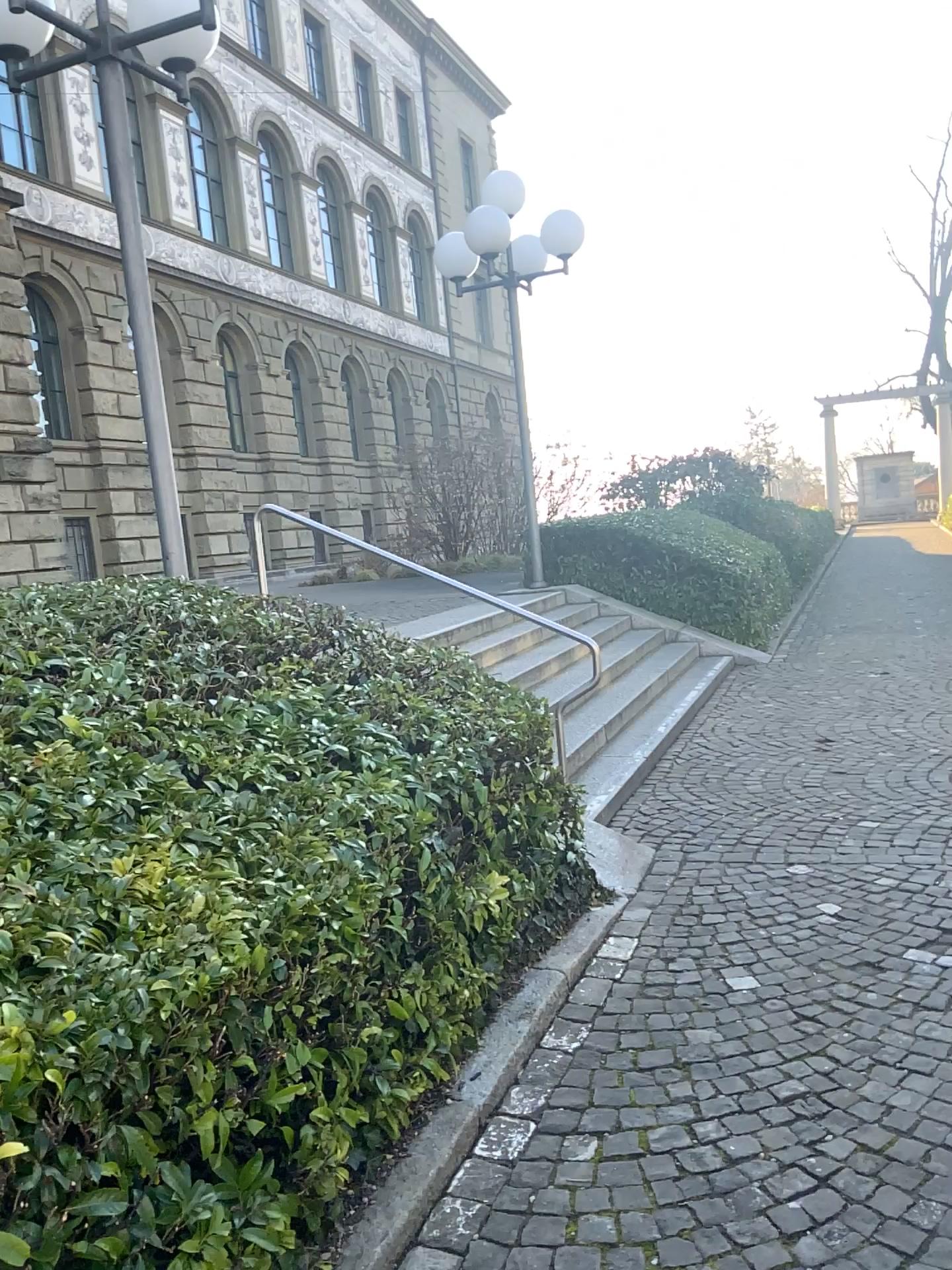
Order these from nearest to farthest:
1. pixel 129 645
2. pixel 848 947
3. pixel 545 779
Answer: pixel 129 645
pixel 848 947
pixel 545 779
